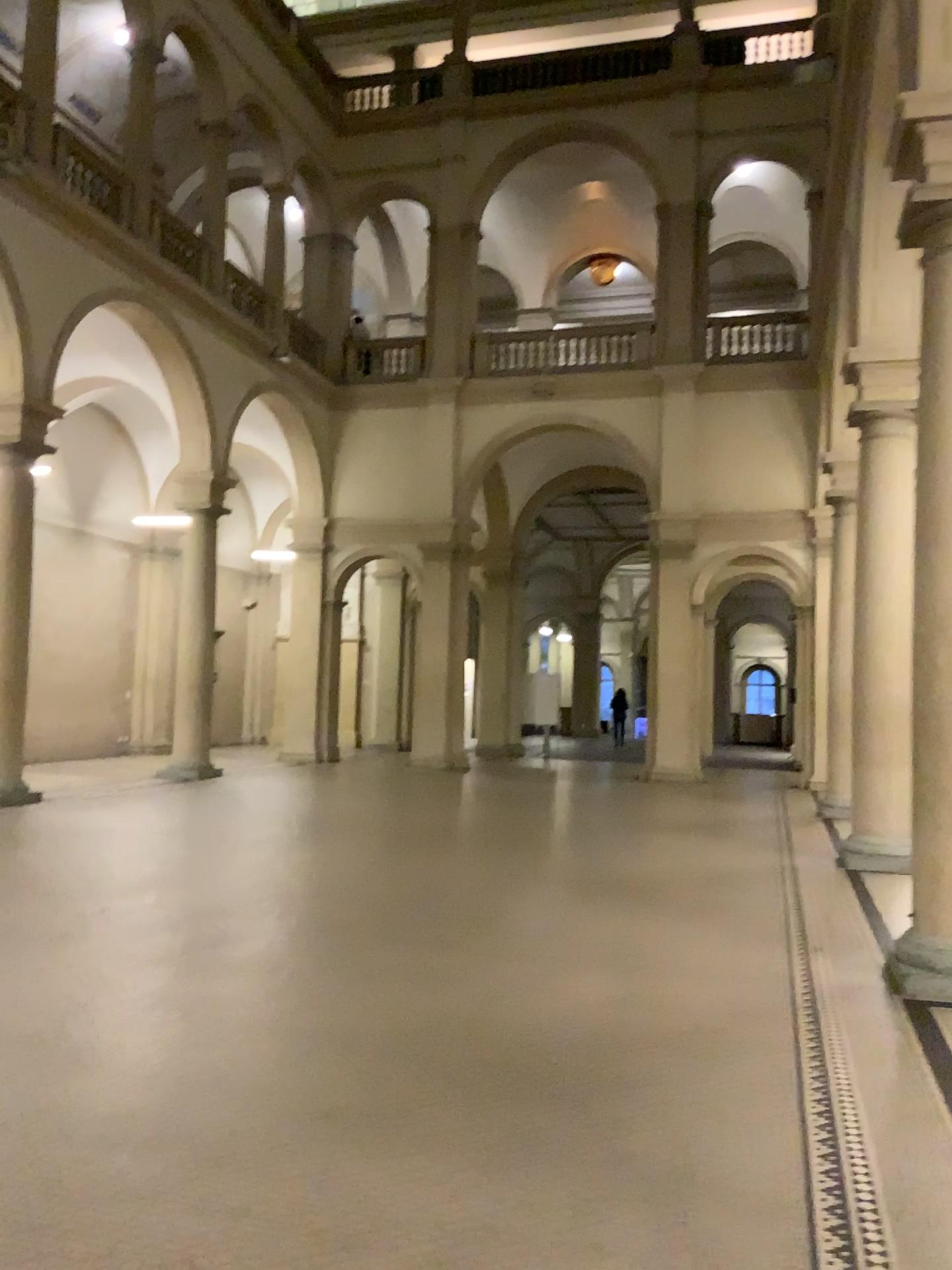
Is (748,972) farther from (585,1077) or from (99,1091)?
(99,1091)
